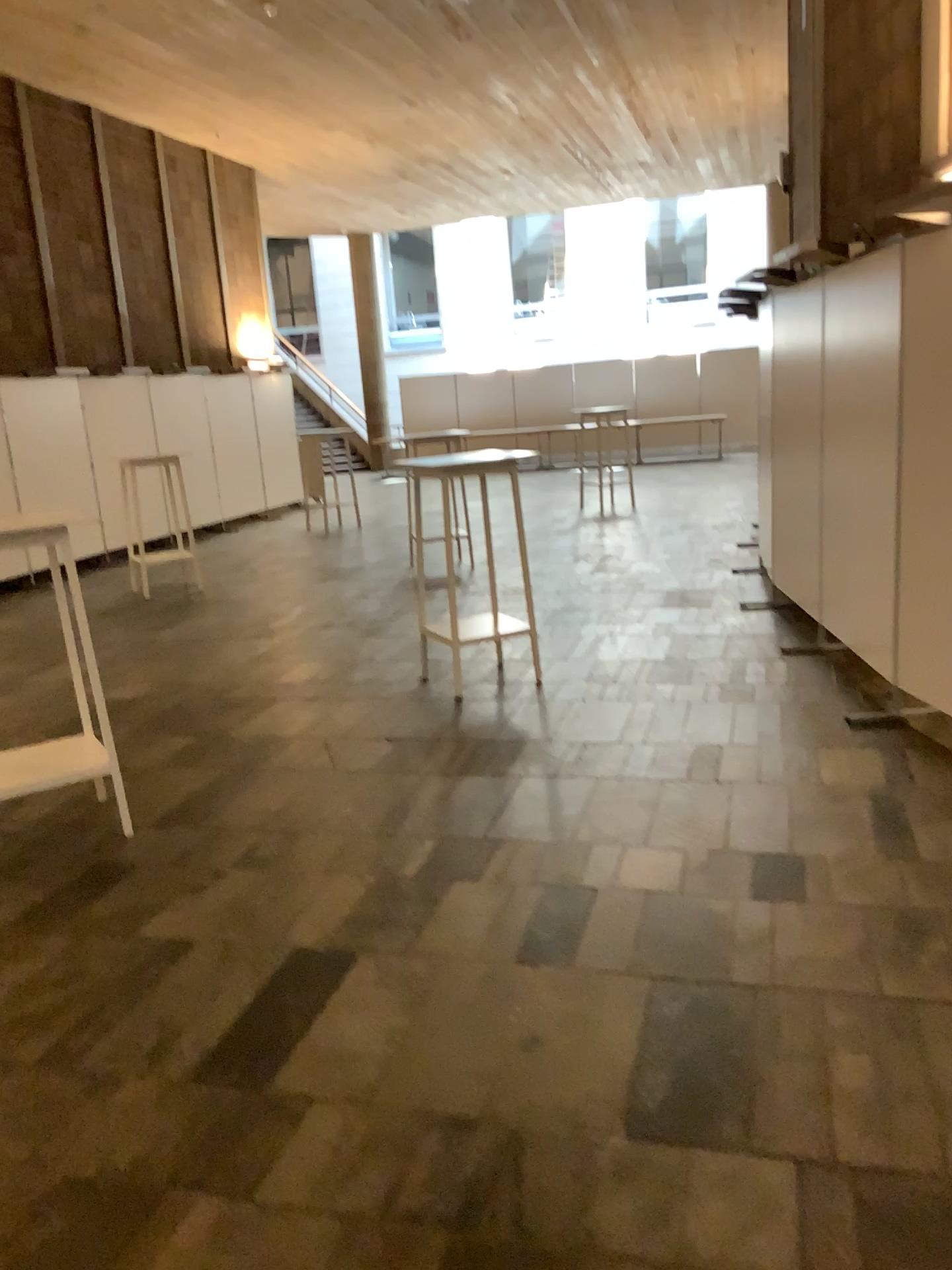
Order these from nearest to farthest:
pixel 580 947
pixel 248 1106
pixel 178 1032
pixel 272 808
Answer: pixel 248 1106, pixel 178 1032, pixel 580 947, pixel 272 808
